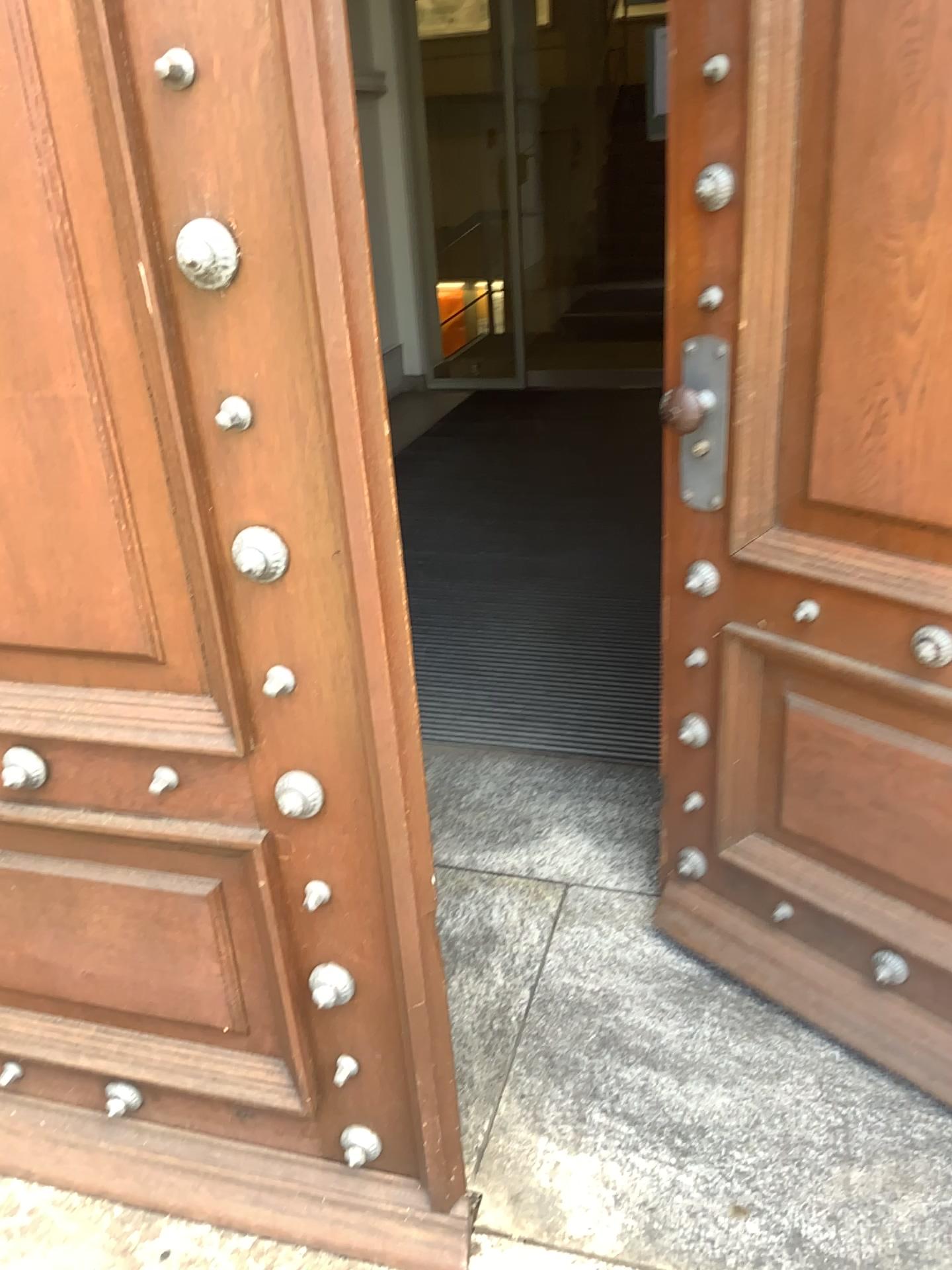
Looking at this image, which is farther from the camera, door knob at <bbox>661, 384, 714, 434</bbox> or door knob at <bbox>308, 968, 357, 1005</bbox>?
door knob at <bbox>661, 384, 714, 434</bbox>

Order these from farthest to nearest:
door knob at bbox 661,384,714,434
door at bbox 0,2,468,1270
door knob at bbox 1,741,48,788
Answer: door knob at bbox 661,384,714,434
door knob at bbox 1,741,48,788
door at bbox 0,2,468,1270

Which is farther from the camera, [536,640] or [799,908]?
[536,640]

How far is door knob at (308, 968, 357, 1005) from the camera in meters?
1.4 m

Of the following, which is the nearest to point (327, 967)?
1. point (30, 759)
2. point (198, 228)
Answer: point (30, 759)

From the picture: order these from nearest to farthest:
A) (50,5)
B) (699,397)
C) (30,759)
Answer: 1. (50,5)
2. (30,759)
3. (699,397)

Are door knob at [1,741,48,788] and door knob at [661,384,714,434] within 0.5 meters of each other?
no

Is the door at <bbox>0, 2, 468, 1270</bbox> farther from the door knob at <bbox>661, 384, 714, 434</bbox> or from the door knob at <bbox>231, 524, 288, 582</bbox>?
the door knob at <bbox>661, 384, 714, 434</bbox>

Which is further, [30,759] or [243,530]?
[30,759]

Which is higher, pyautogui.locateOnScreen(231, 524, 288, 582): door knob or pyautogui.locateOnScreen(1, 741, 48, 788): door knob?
pyautogui.locateOnScreen(231, 524, 288, 582): door knob
